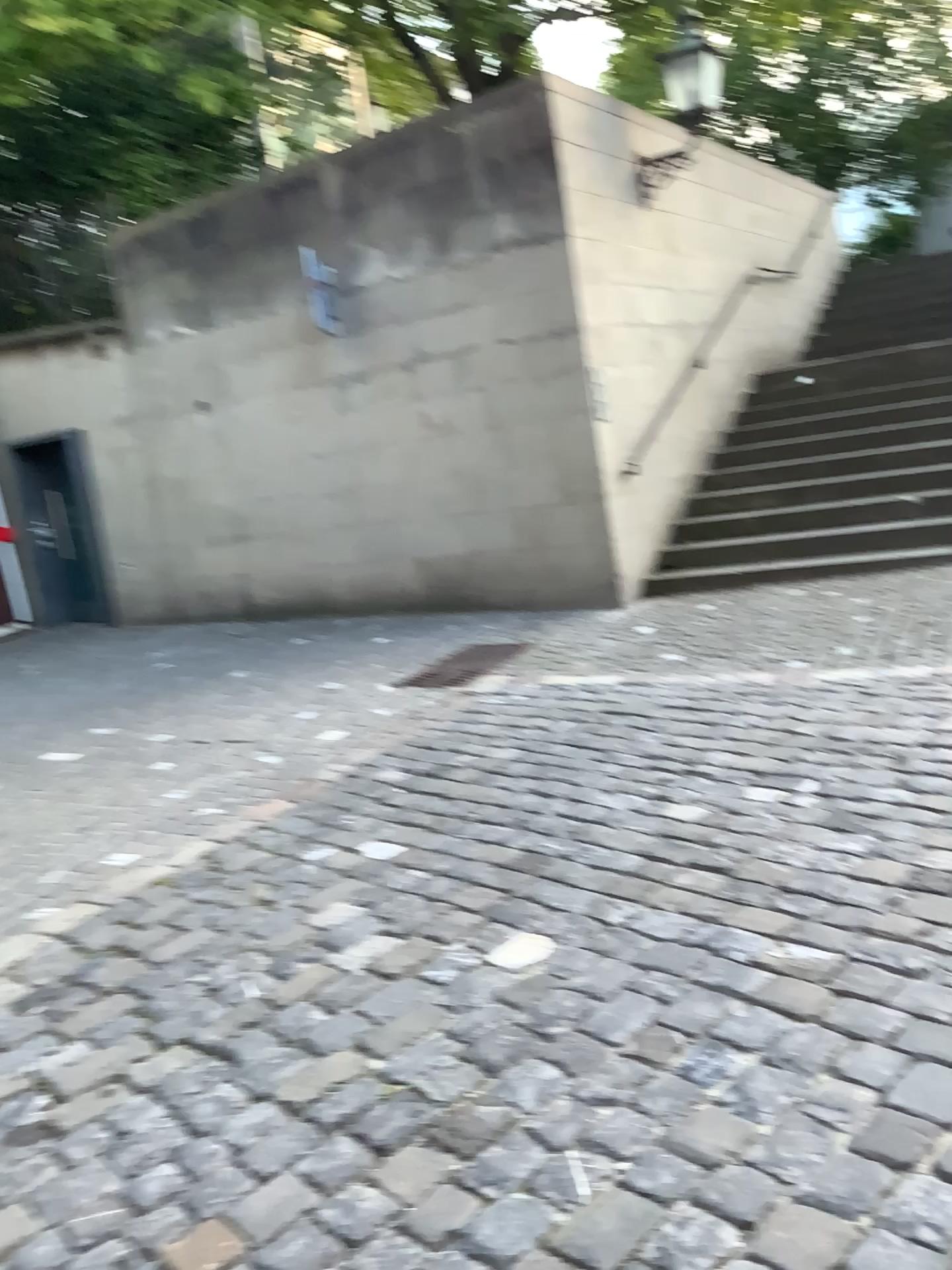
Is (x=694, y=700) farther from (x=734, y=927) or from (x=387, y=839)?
(x=734, y=927)
